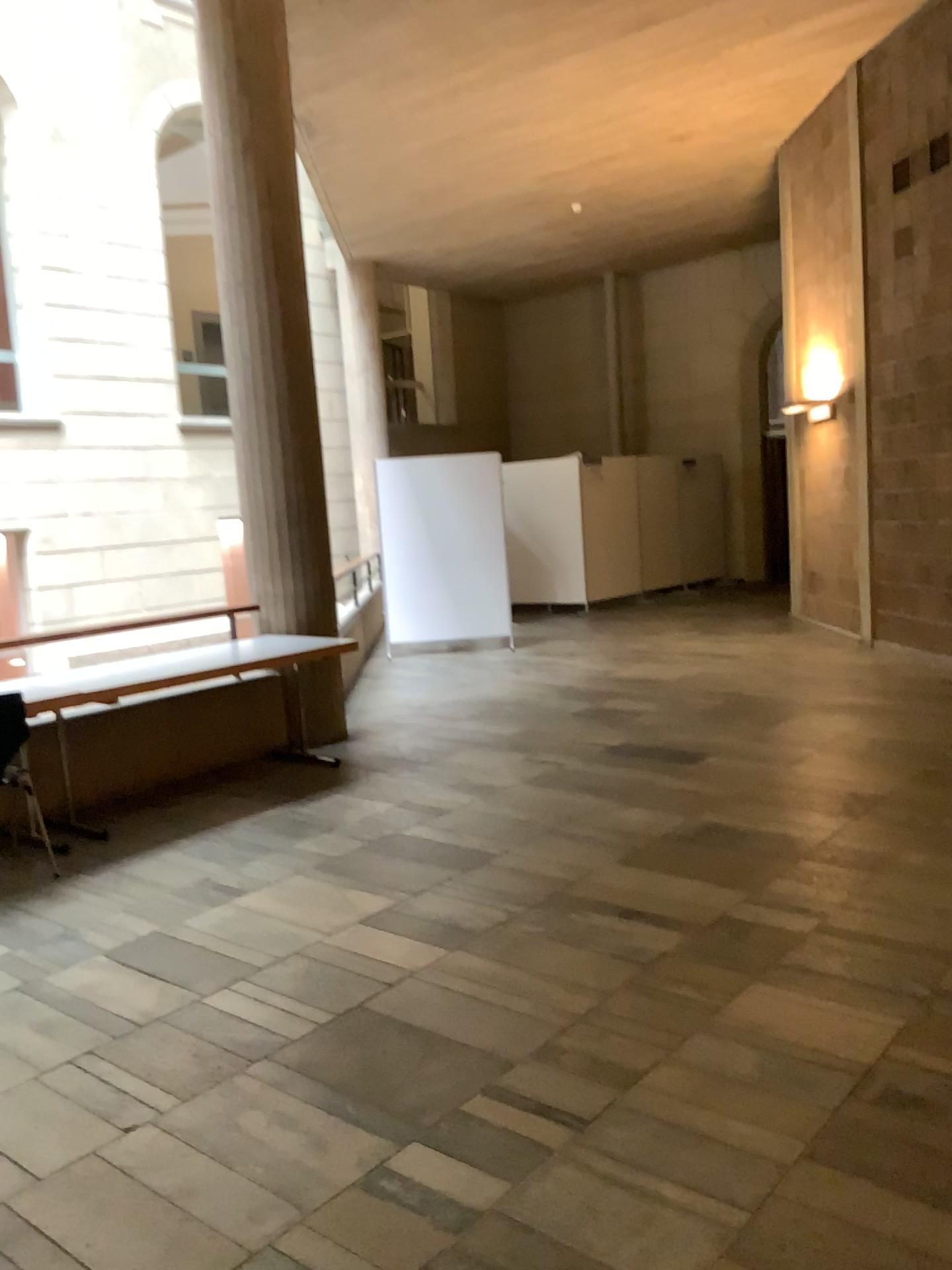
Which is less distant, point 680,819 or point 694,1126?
point 694,1126
